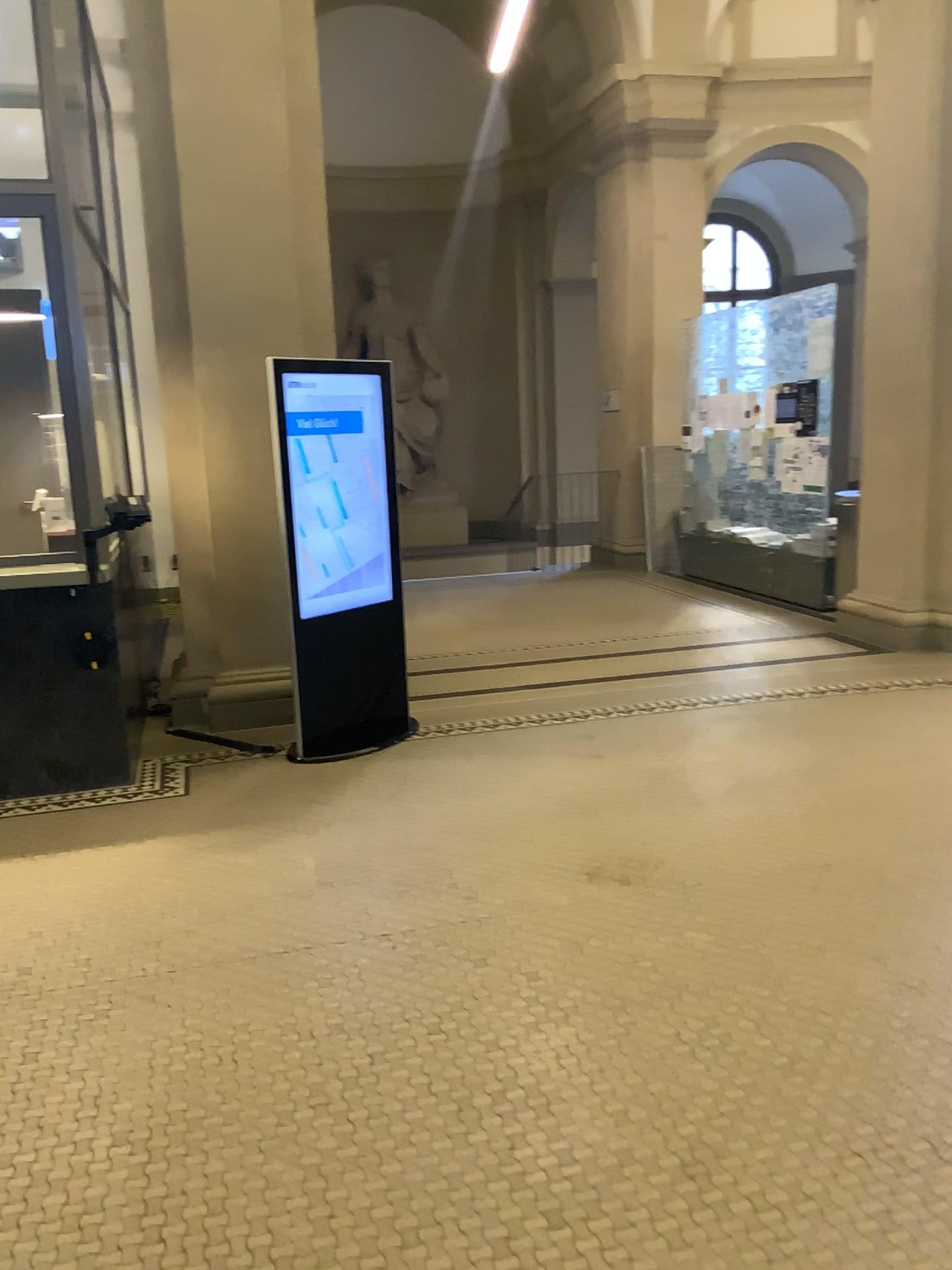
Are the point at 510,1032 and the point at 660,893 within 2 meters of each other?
yes
